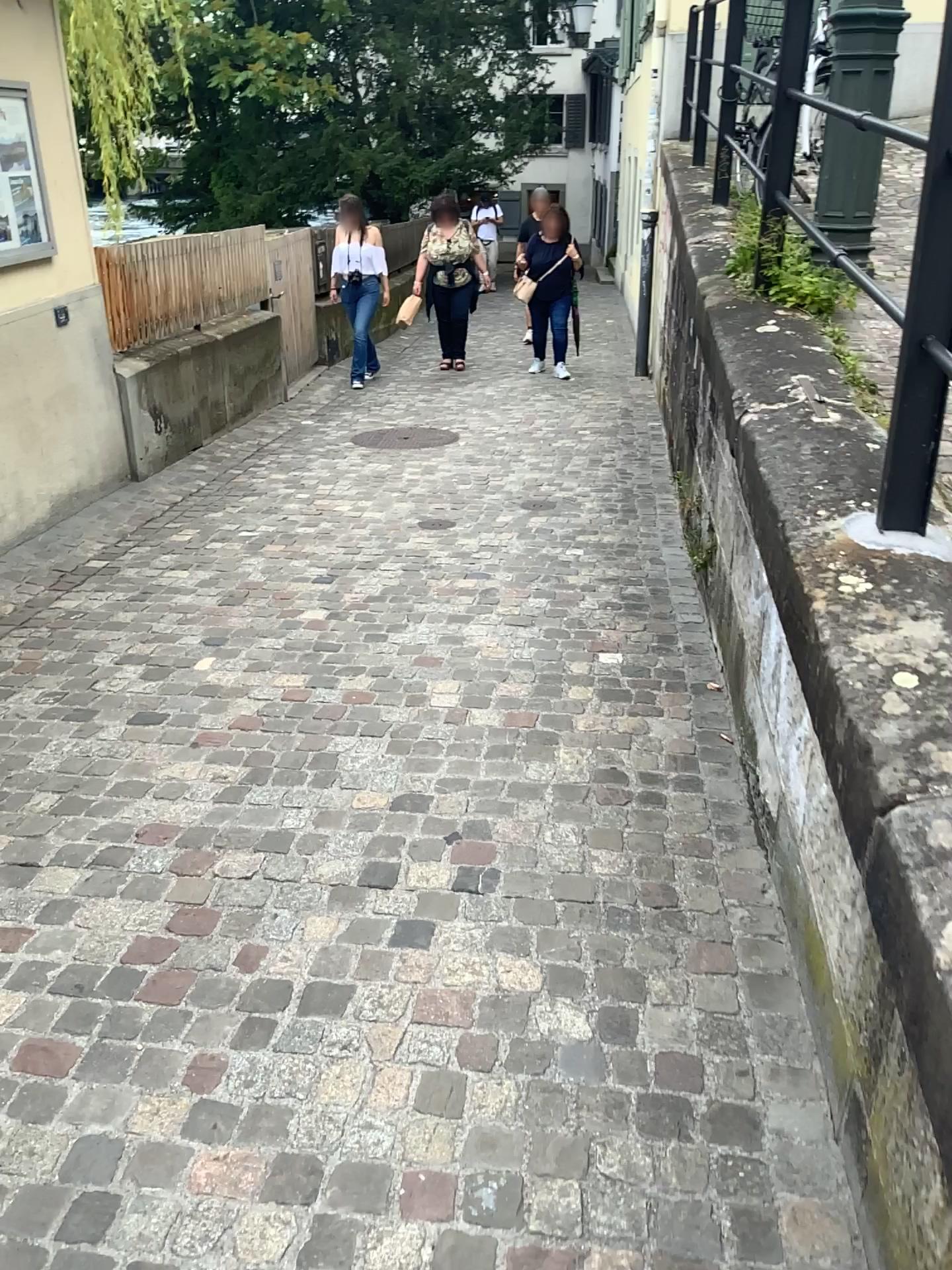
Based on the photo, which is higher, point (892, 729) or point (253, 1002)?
point (892, 729)
